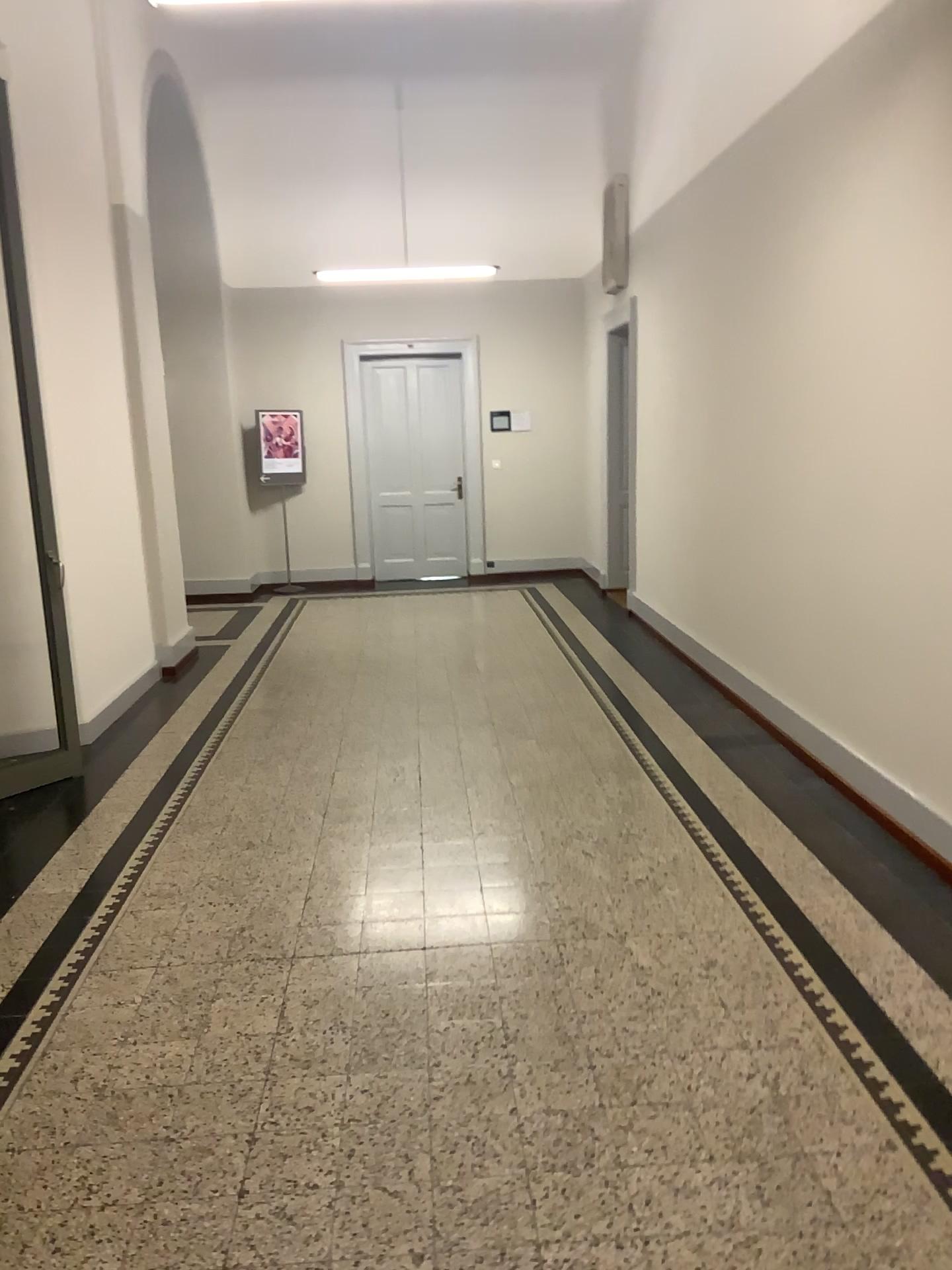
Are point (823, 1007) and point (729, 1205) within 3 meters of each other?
yes
